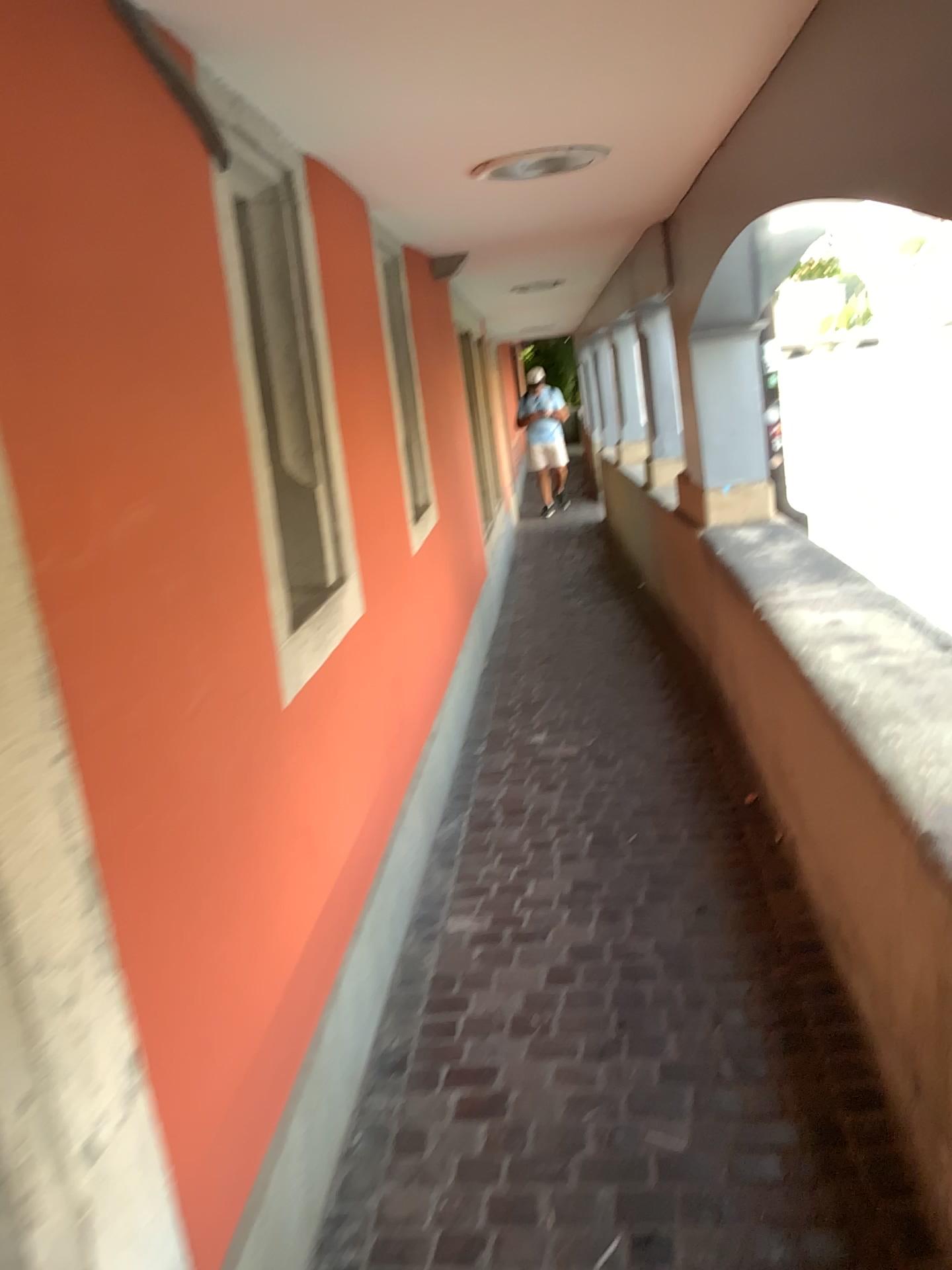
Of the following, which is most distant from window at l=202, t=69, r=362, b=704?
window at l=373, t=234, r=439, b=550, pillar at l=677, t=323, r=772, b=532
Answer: pillar at l=677, t=323, r=772, b=532

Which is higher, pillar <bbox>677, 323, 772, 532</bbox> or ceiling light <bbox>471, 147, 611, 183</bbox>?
ceiling light <bbox>471, 147, 611, 183</bbox>

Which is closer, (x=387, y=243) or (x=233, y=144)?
(x=233, y=144)

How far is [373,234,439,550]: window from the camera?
4.1 meters

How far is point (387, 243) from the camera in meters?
4.1 m

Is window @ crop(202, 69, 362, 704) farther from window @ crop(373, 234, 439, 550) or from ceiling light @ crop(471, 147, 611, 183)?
window @ crop(373, 234, 439, 550)

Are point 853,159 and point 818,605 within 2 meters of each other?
yes

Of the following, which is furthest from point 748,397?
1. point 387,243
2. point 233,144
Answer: point 233,144

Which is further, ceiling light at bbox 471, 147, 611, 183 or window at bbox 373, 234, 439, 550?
window at bbox 373, 234, 439, 550

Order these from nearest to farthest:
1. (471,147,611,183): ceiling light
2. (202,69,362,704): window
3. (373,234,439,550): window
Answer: (202,69,362,704): window
(471,147,611,183): ceiling light
(373,234,439,550): window
